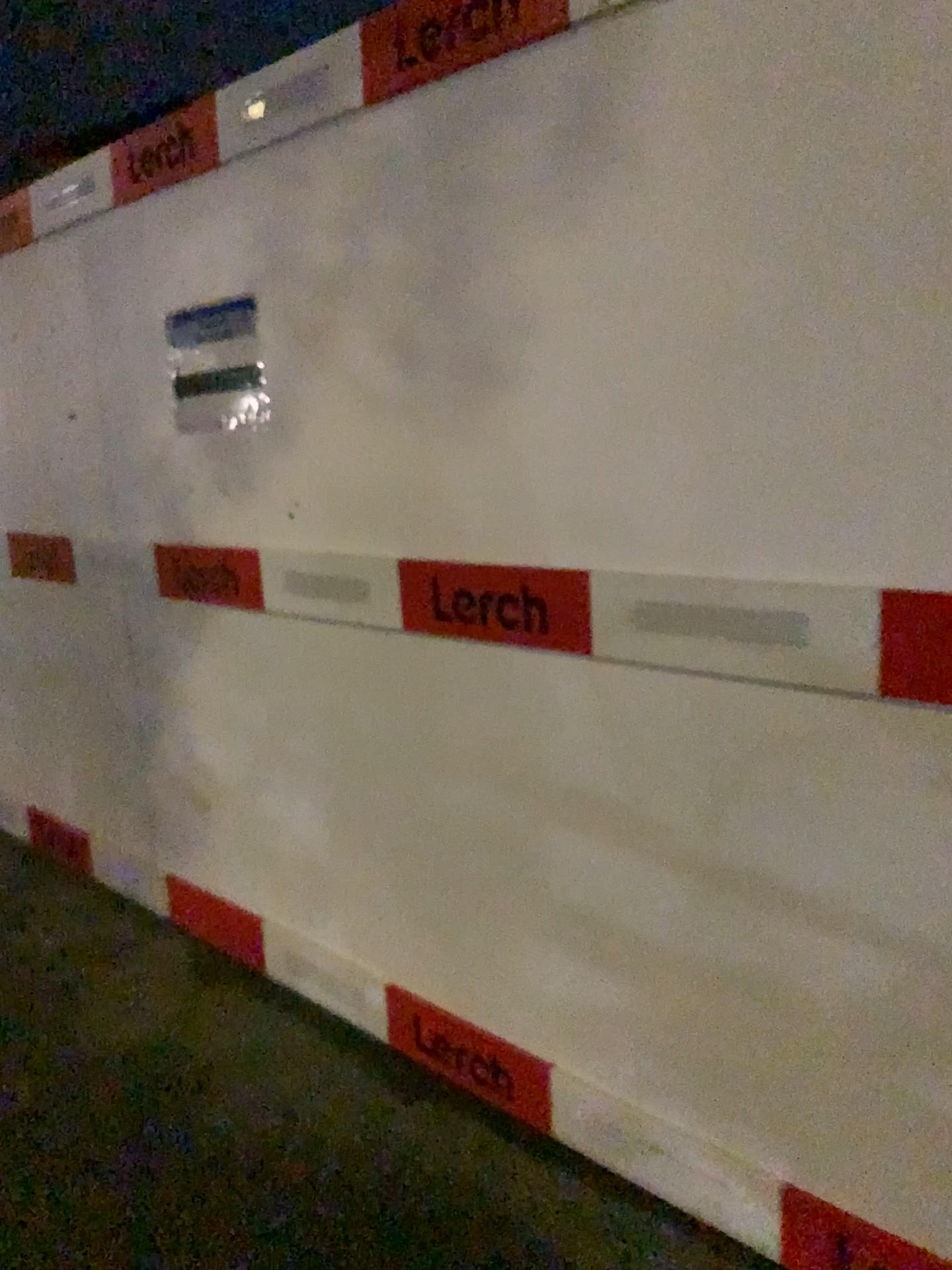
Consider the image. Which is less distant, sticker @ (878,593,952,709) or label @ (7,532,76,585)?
sticker @ (878,593,952,709)

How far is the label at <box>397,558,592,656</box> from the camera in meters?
1.9 m

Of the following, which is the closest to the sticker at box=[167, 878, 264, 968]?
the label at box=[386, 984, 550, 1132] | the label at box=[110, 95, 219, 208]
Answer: the label at box=[386, 984, 550, 1132]

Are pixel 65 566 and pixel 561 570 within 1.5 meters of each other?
no

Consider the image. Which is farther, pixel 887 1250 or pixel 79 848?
pixel 79 848

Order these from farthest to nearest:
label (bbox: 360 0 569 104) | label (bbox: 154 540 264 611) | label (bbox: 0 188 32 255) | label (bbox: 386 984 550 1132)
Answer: label (bbox: 0 188 32 255) → label (bbox: 154 540 264 611) → label (bbox: 386 984 550 1132) → label (bbox: 360 0 569 104)

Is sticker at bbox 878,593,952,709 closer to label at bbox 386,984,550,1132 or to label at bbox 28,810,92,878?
label at bbox 386,984,550,1132

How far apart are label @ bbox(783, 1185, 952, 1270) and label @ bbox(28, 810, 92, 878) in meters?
2.6

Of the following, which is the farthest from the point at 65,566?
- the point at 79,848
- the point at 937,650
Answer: the point at 937,650

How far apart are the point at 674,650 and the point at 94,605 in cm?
216
